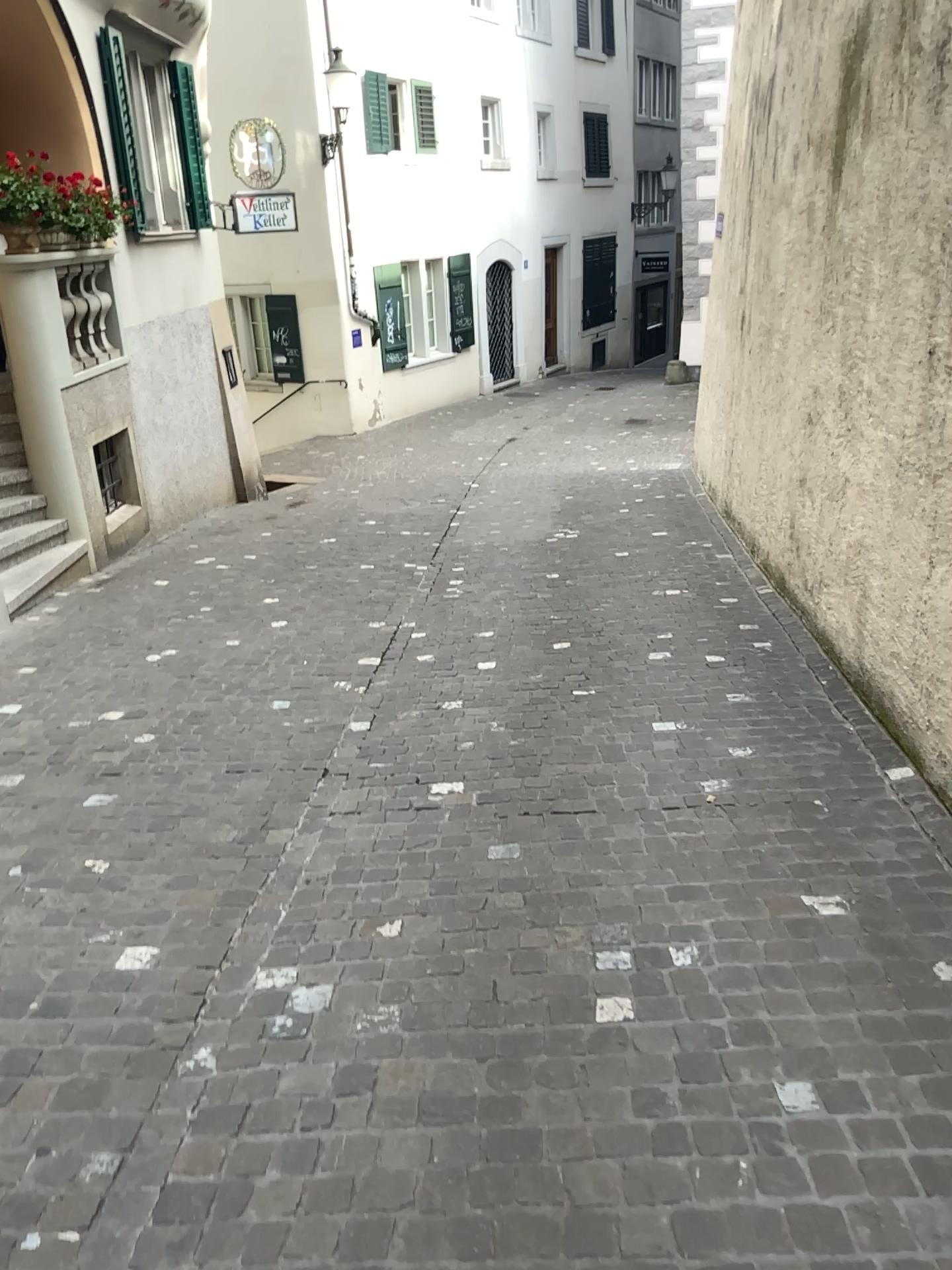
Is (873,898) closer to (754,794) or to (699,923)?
(699,923)
